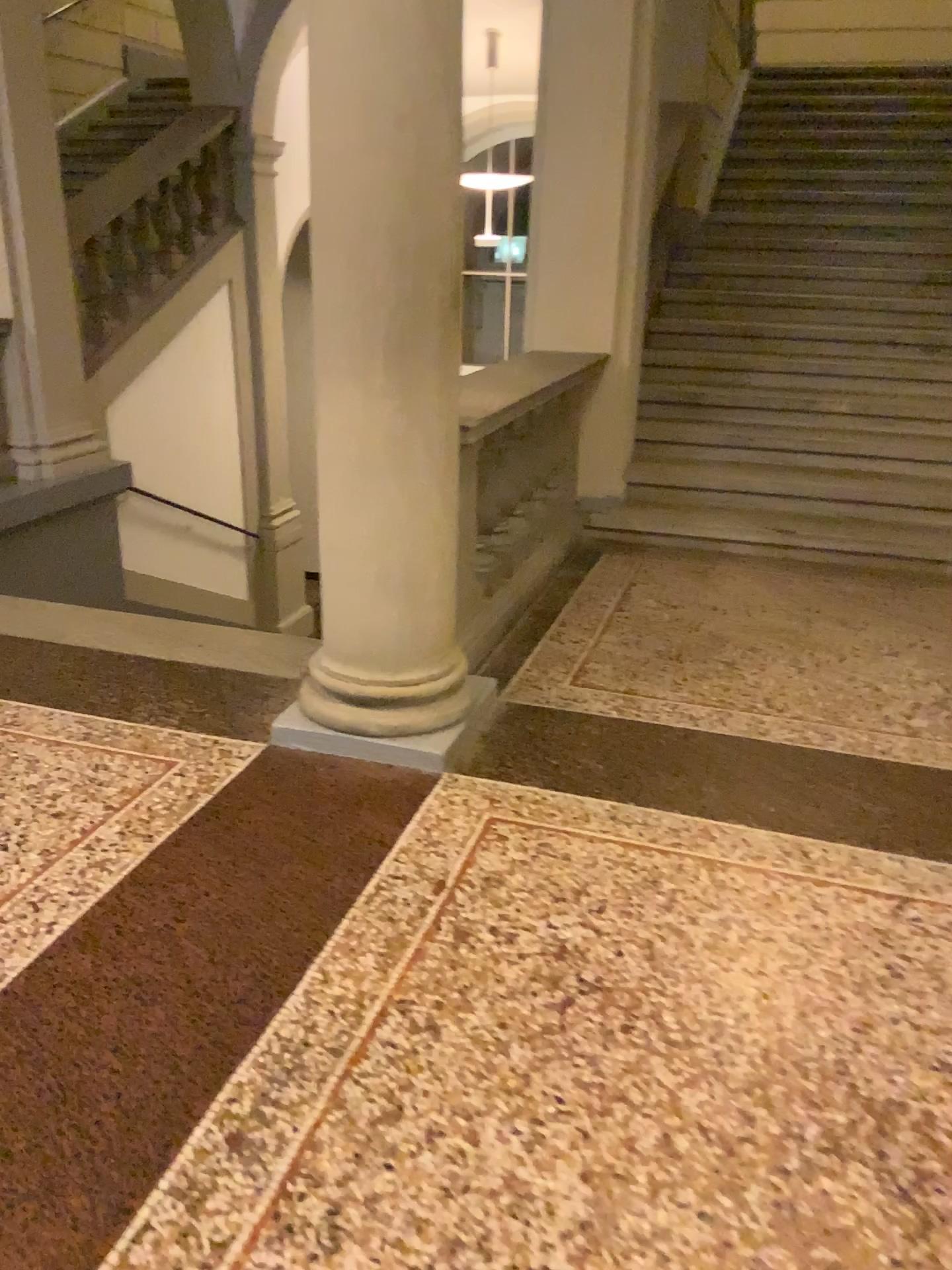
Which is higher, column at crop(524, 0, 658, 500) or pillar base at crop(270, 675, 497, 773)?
column at crop(524, 0, 658, 500)

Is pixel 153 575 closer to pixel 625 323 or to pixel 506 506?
pixel 506 506

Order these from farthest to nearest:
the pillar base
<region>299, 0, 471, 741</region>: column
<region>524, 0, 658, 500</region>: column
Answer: <region>524, 0, 658, 500</region>: column < the pillar base < <region>299, 0, 471, 741</region>: column

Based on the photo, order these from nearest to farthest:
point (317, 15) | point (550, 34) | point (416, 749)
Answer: point (317, 15)
point (416, 749)
point (550, 34)

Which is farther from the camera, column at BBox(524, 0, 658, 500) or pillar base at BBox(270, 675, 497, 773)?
column at BBox(524, 0, 658, 500)

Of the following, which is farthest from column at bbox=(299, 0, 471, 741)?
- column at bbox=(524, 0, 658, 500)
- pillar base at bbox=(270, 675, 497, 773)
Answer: column at bbox=(524, 0, 658, 500)

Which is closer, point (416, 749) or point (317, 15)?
point (317, 15)

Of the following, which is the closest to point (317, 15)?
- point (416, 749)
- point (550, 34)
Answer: point (416, 749)

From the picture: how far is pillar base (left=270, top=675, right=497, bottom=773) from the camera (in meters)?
2.88

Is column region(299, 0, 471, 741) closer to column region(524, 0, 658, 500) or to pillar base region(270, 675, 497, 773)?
pillar base region(270, 675, 497, 773)
